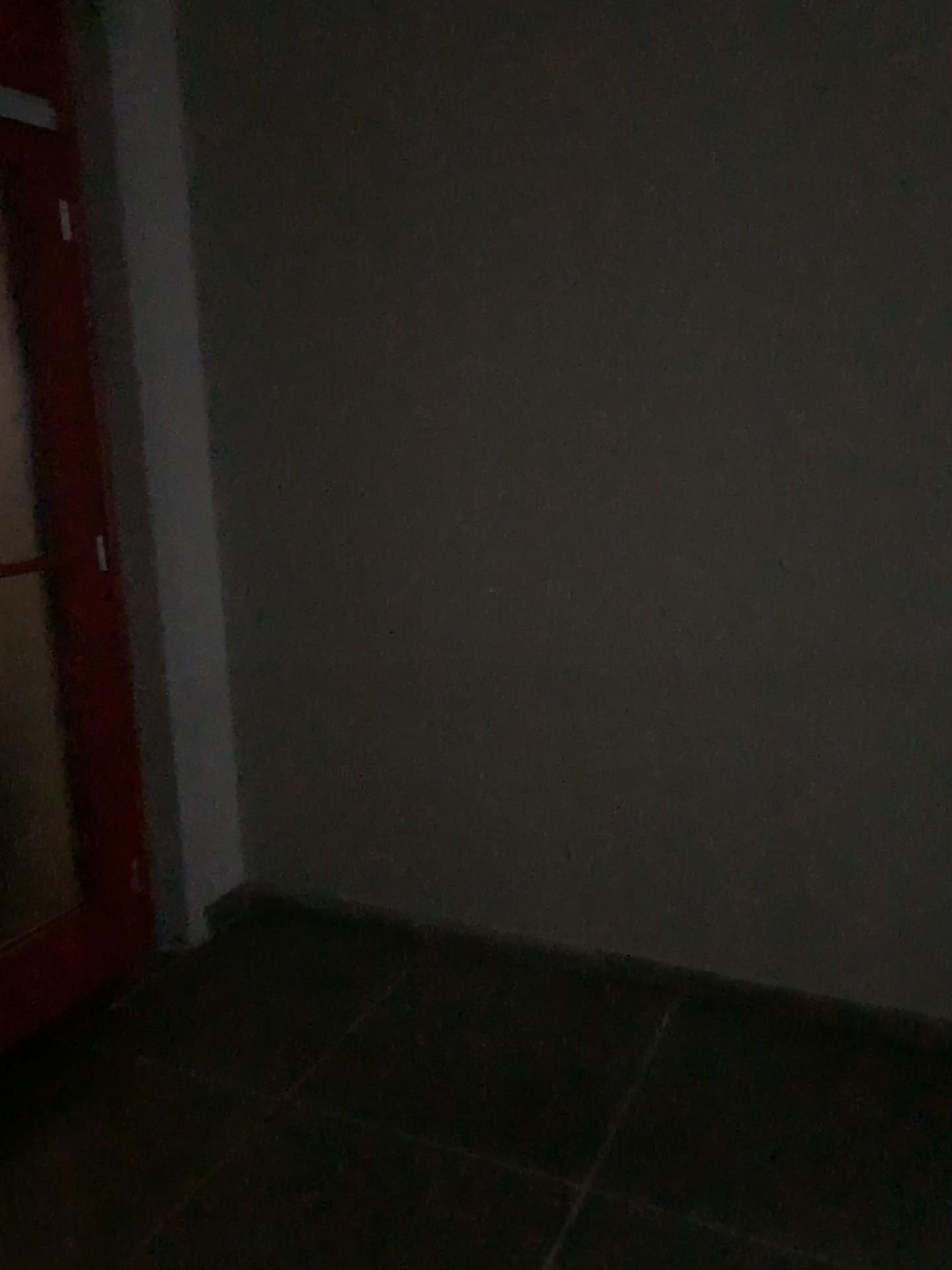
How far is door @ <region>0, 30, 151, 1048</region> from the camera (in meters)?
2.50

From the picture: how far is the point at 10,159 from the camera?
2.5 meters

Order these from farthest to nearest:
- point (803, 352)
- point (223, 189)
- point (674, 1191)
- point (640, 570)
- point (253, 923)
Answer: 1. point (253, 923)
2. point (223, 189)
3. point (640, 570)
4. point (803, 352)
5. point (674, 1191)
